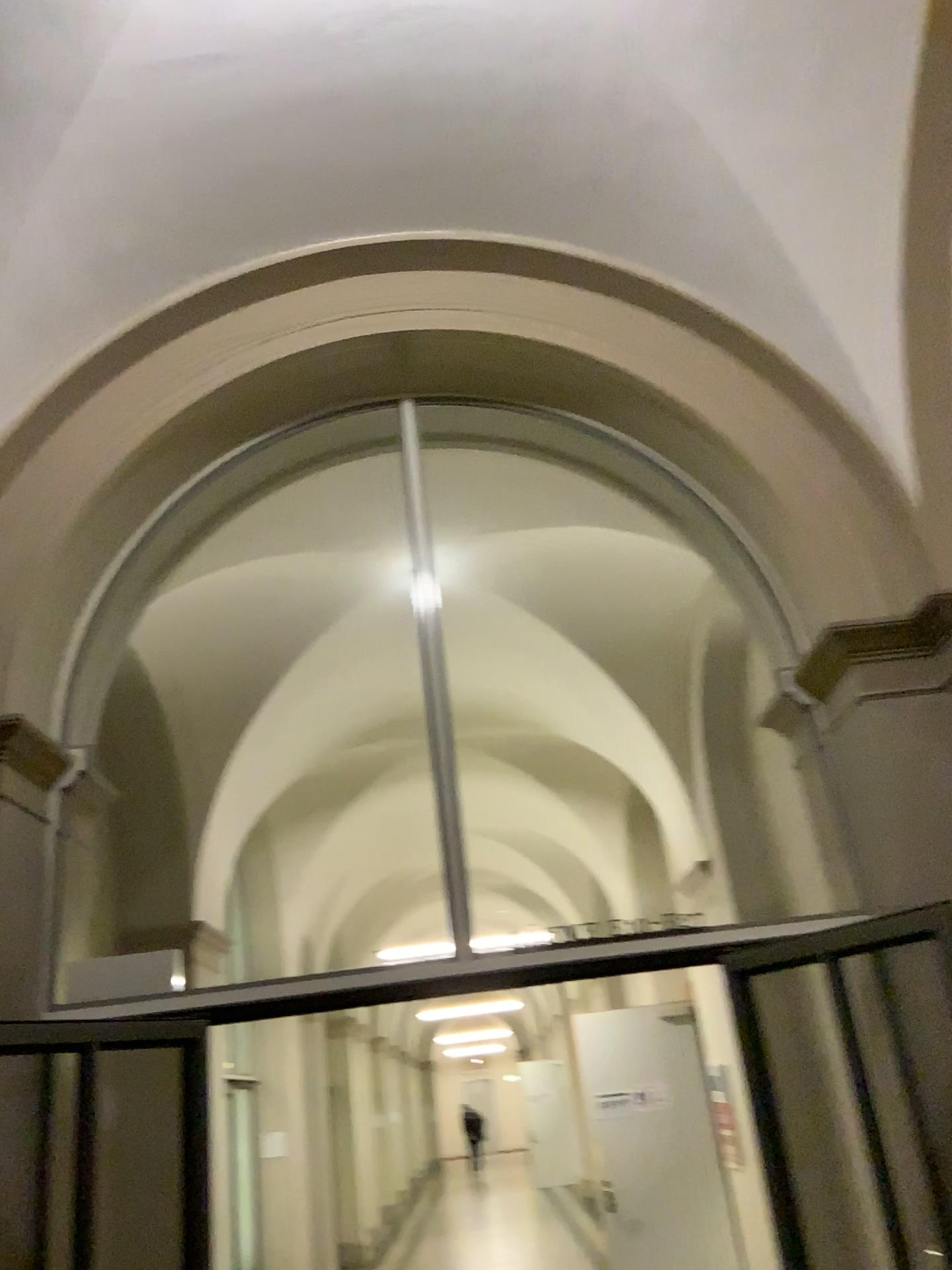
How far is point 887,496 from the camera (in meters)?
3.46
